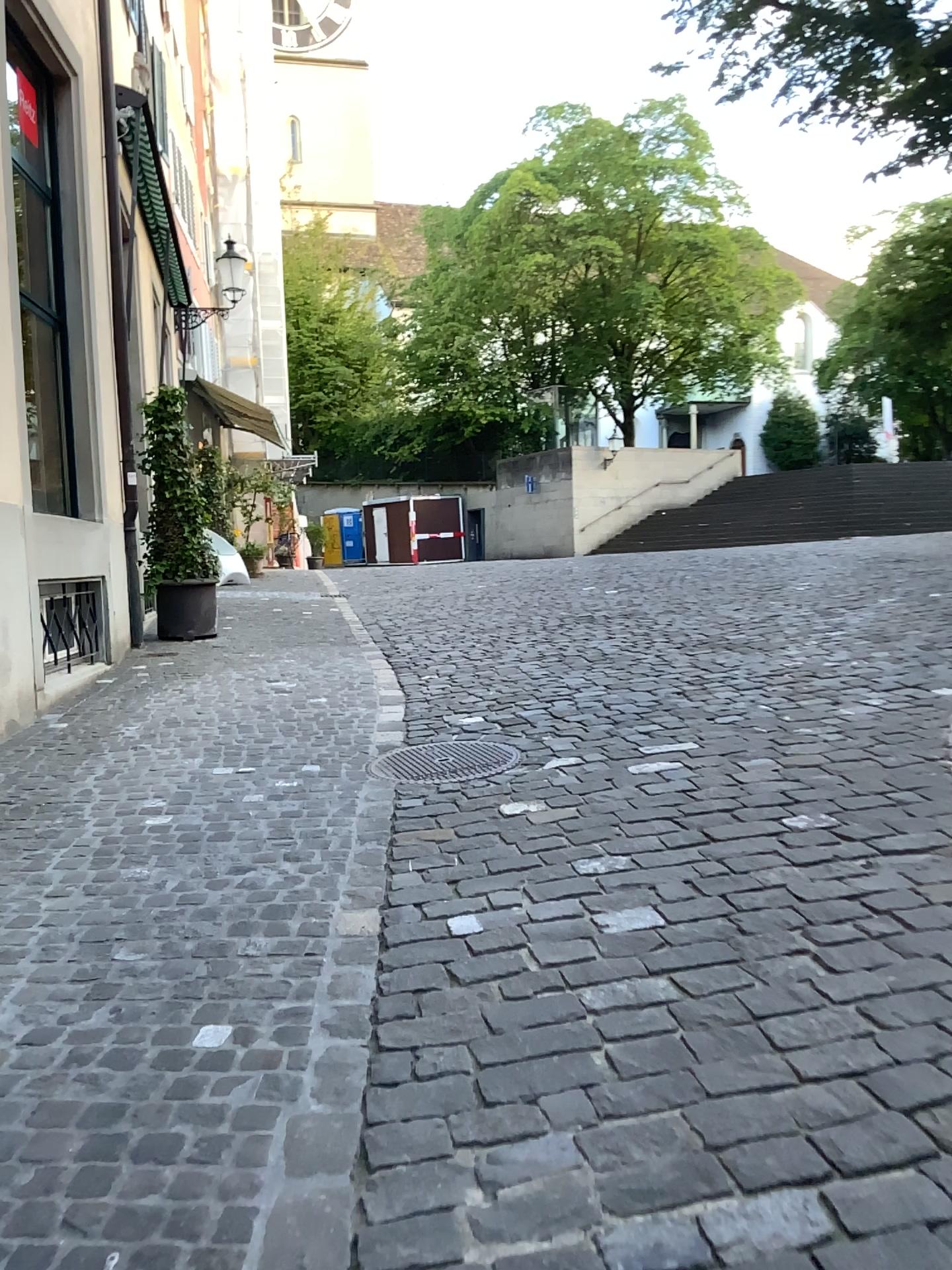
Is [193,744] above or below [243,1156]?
above
